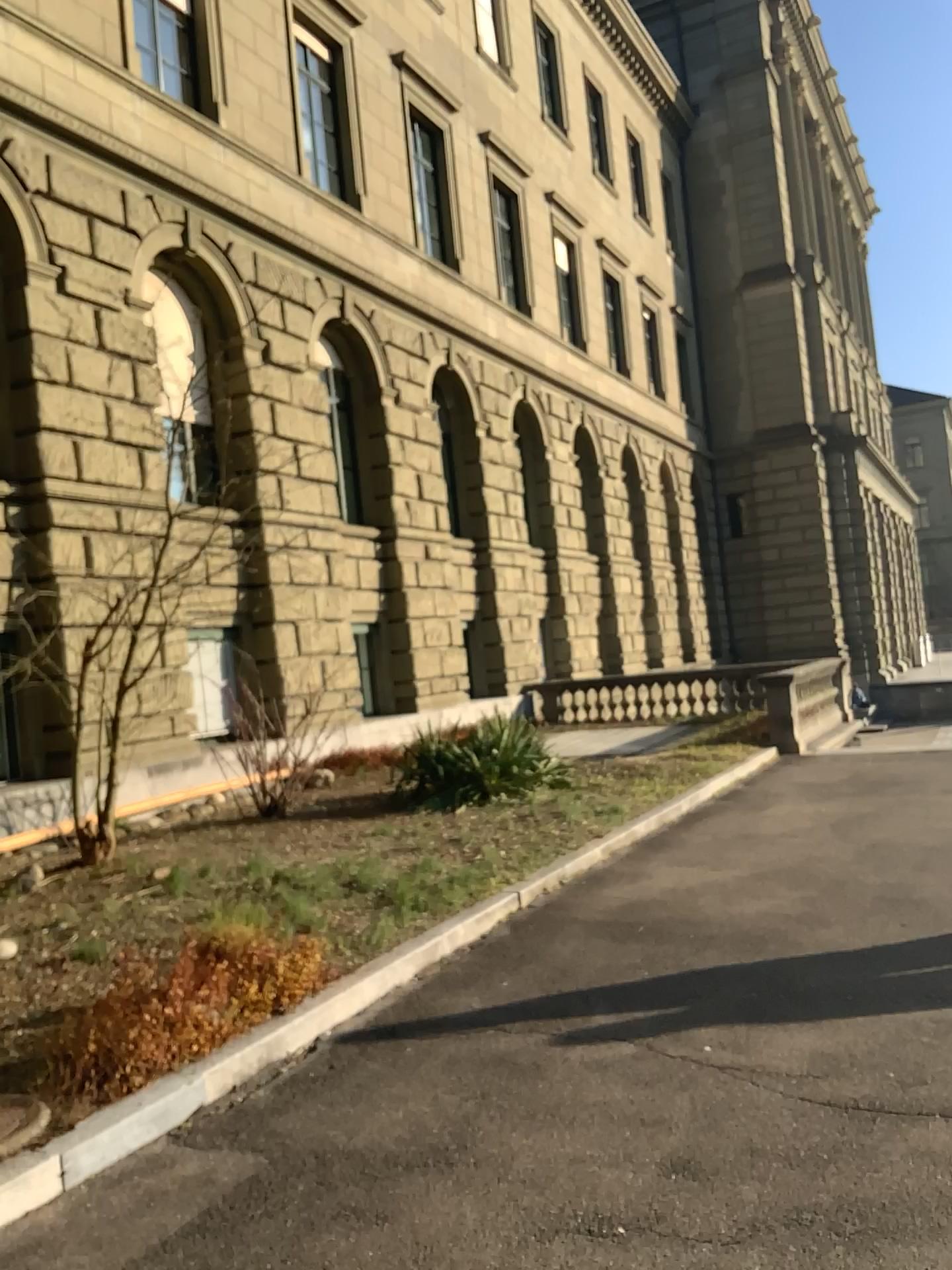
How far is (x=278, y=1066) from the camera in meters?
Result: 4.1 m
